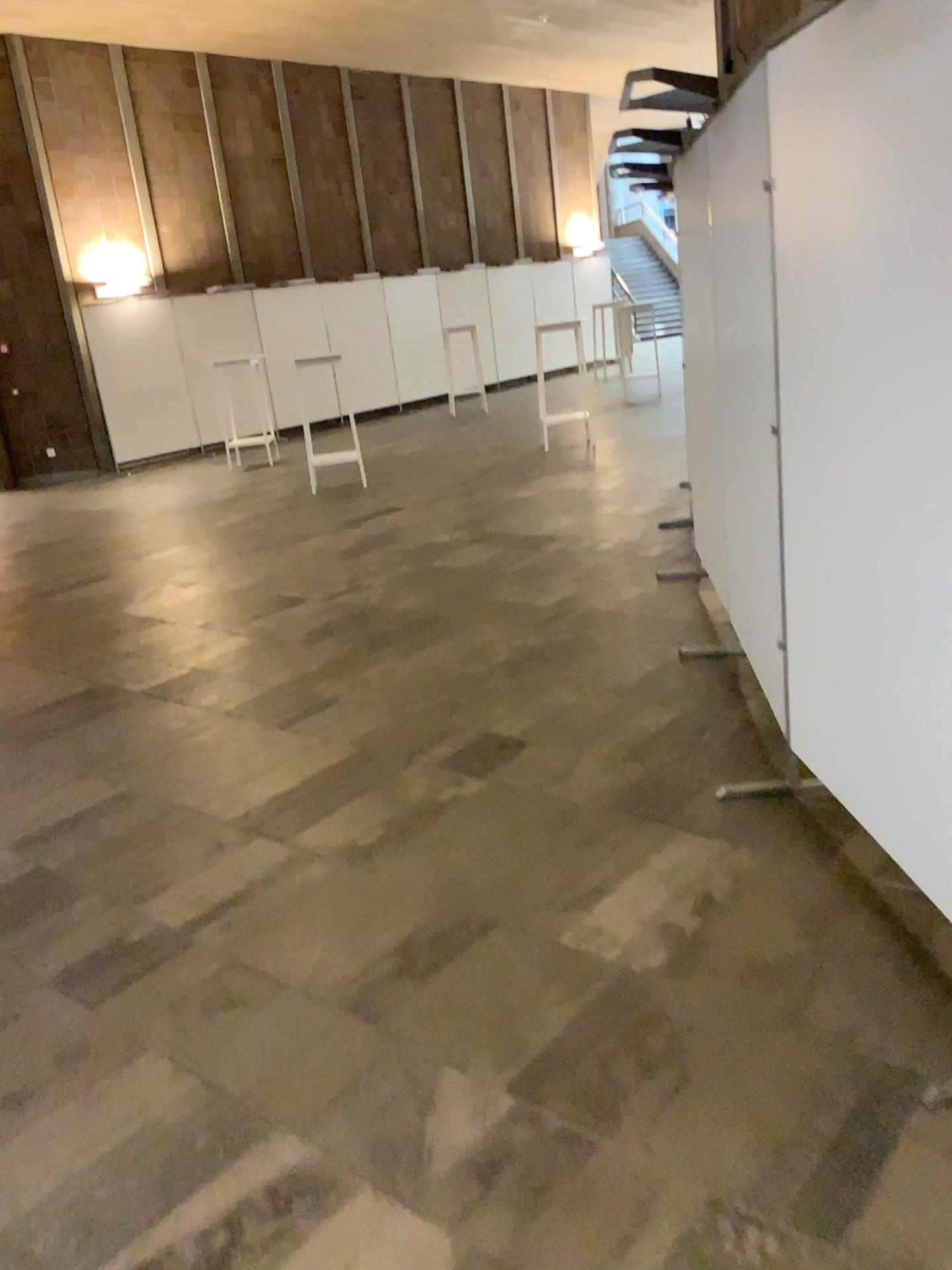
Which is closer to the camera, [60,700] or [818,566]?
[818,566]
